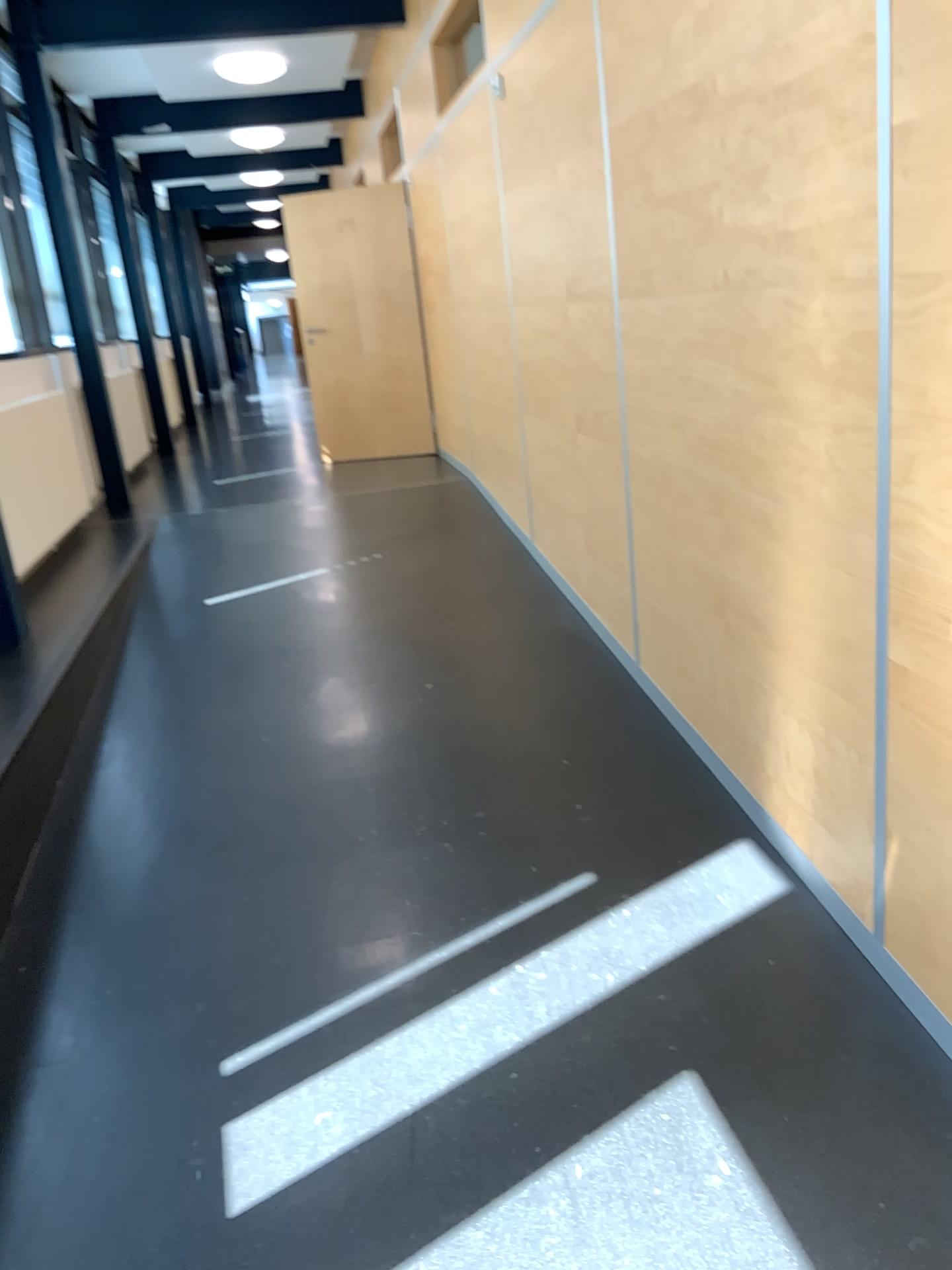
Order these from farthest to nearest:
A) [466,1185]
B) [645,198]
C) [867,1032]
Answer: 1. [645,198]
2. [867,1032]
3. [466,1185]
